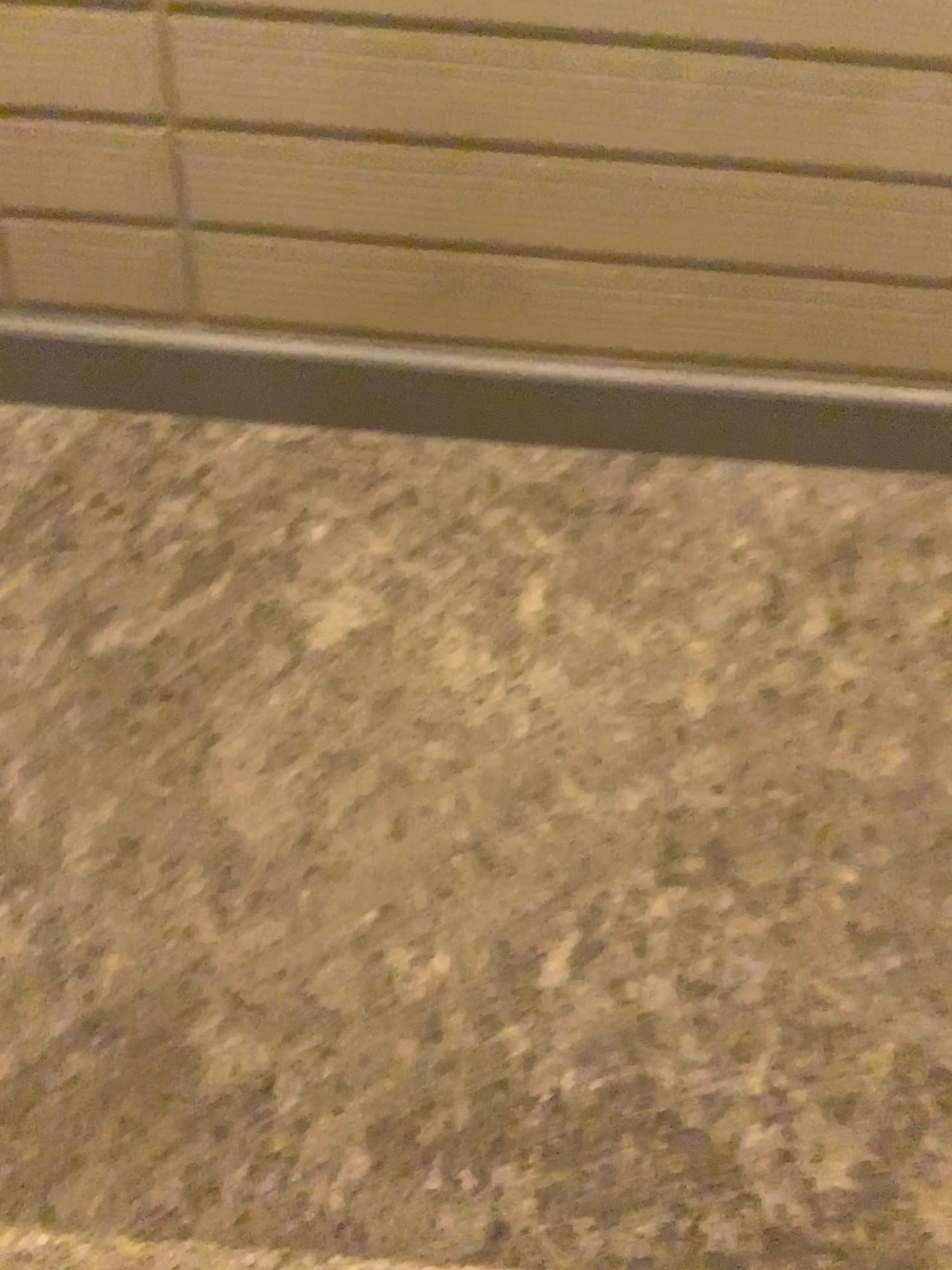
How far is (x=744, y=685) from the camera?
2.8m
